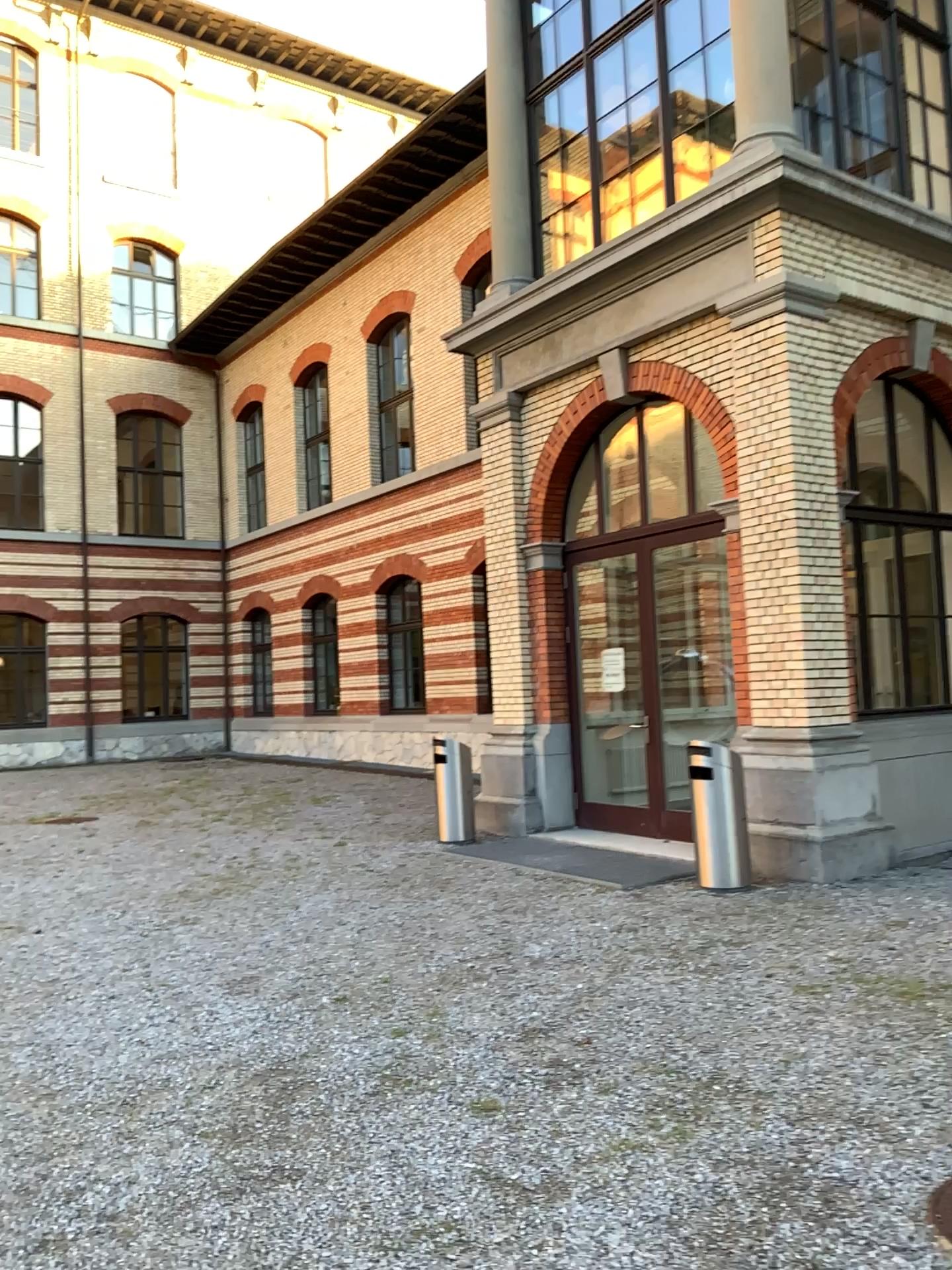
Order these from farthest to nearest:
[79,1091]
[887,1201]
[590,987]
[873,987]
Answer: [590,987]
[873,987]
[79,1091]
[887,1201]
